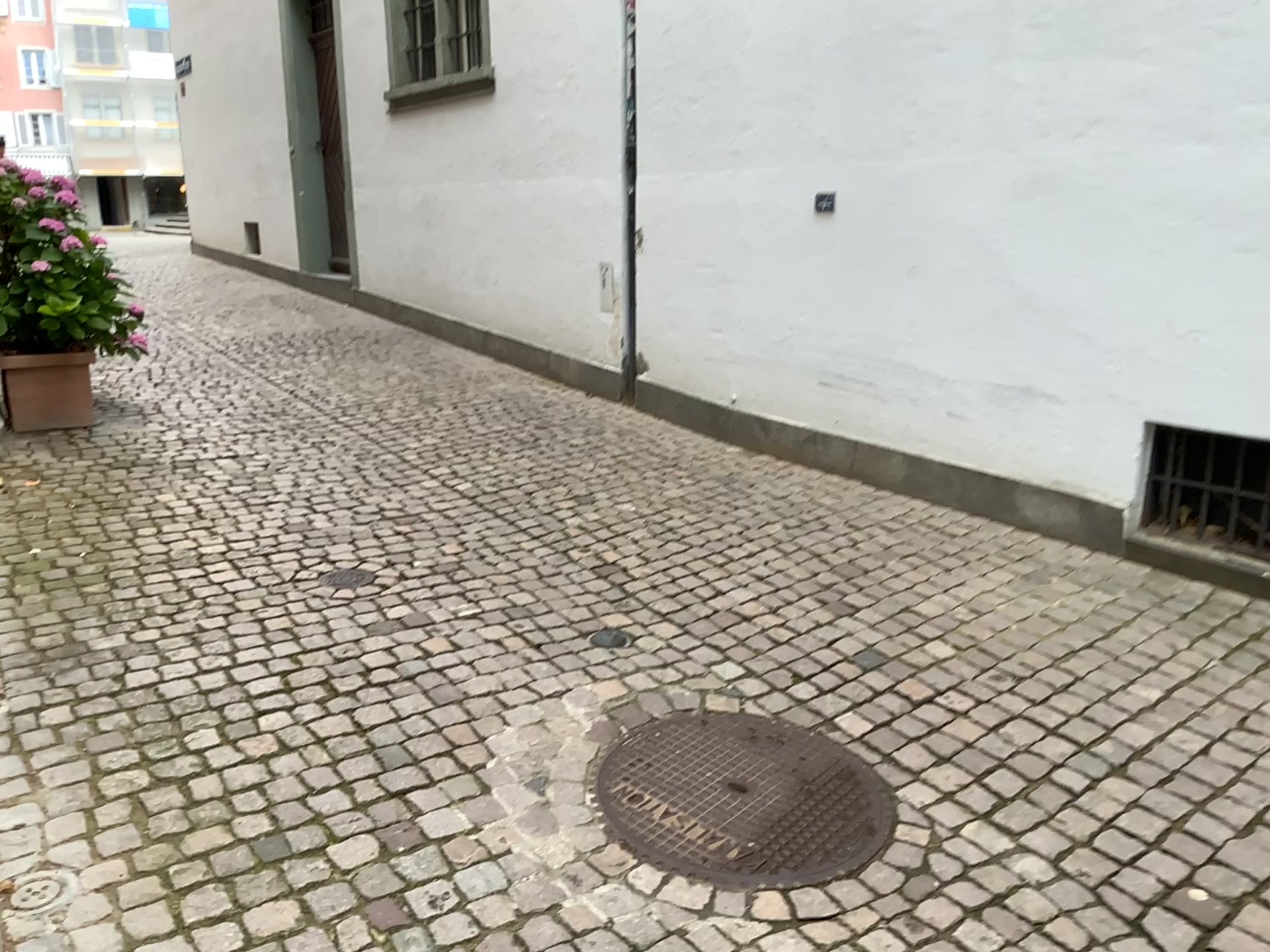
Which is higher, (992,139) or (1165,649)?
(992,139)

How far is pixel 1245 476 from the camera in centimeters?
360cm

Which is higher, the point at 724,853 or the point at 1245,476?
the point at 1245,476

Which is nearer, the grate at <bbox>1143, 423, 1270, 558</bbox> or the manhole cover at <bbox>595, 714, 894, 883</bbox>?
the manhole cover at <bbox>595, 714, 894, 883</bbox>

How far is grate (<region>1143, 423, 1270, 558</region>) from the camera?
3.6 meters

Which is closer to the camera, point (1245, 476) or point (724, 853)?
point (724, 853)
